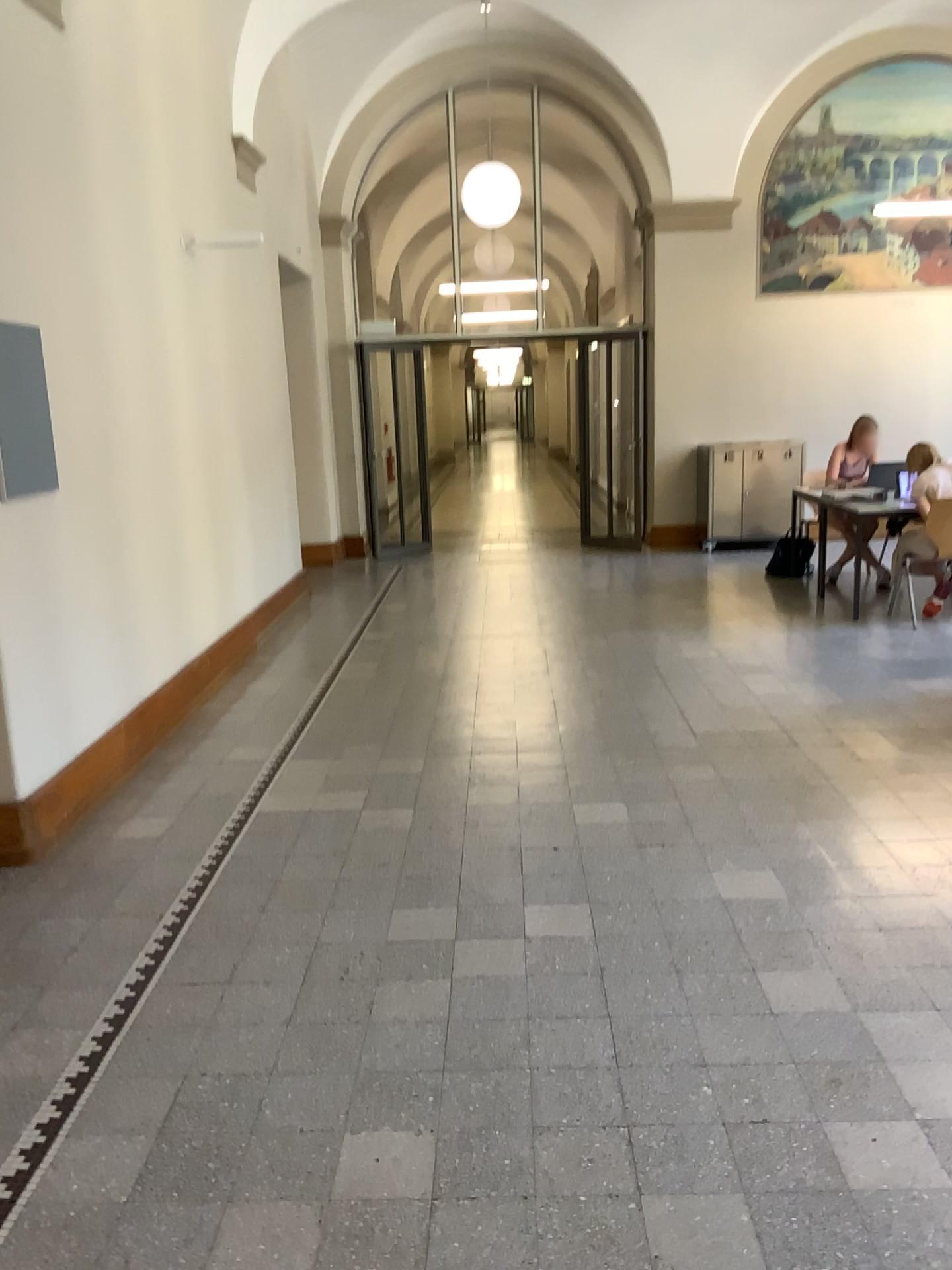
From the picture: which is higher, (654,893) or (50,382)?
(50,382)
